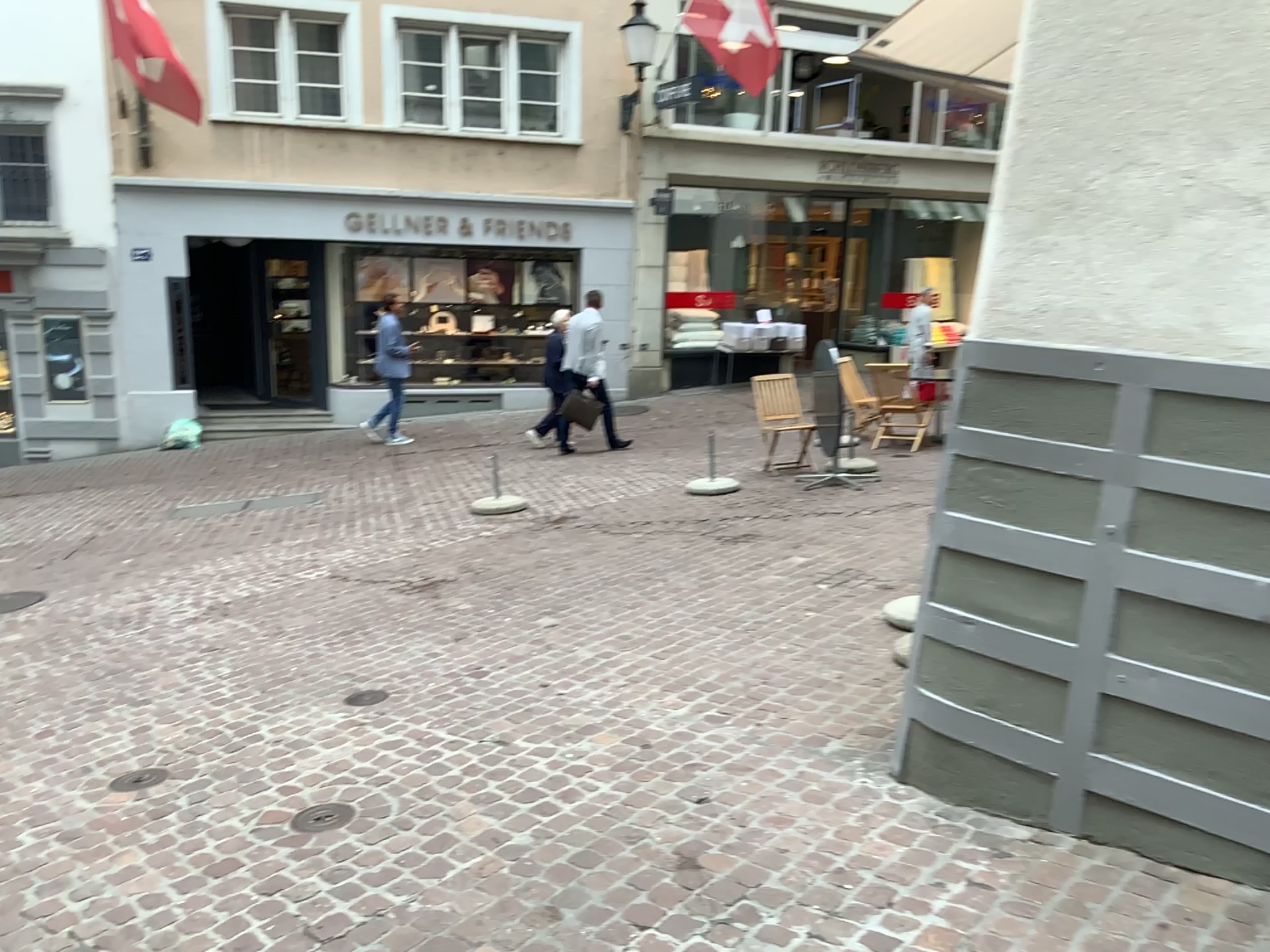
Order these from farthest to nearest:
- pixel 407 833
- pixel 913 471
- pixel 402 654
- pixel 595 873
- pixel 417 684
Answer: pixel 913 471
pixel 402 654
pixel 417 684
pixel 407 833
pixel 595 873
